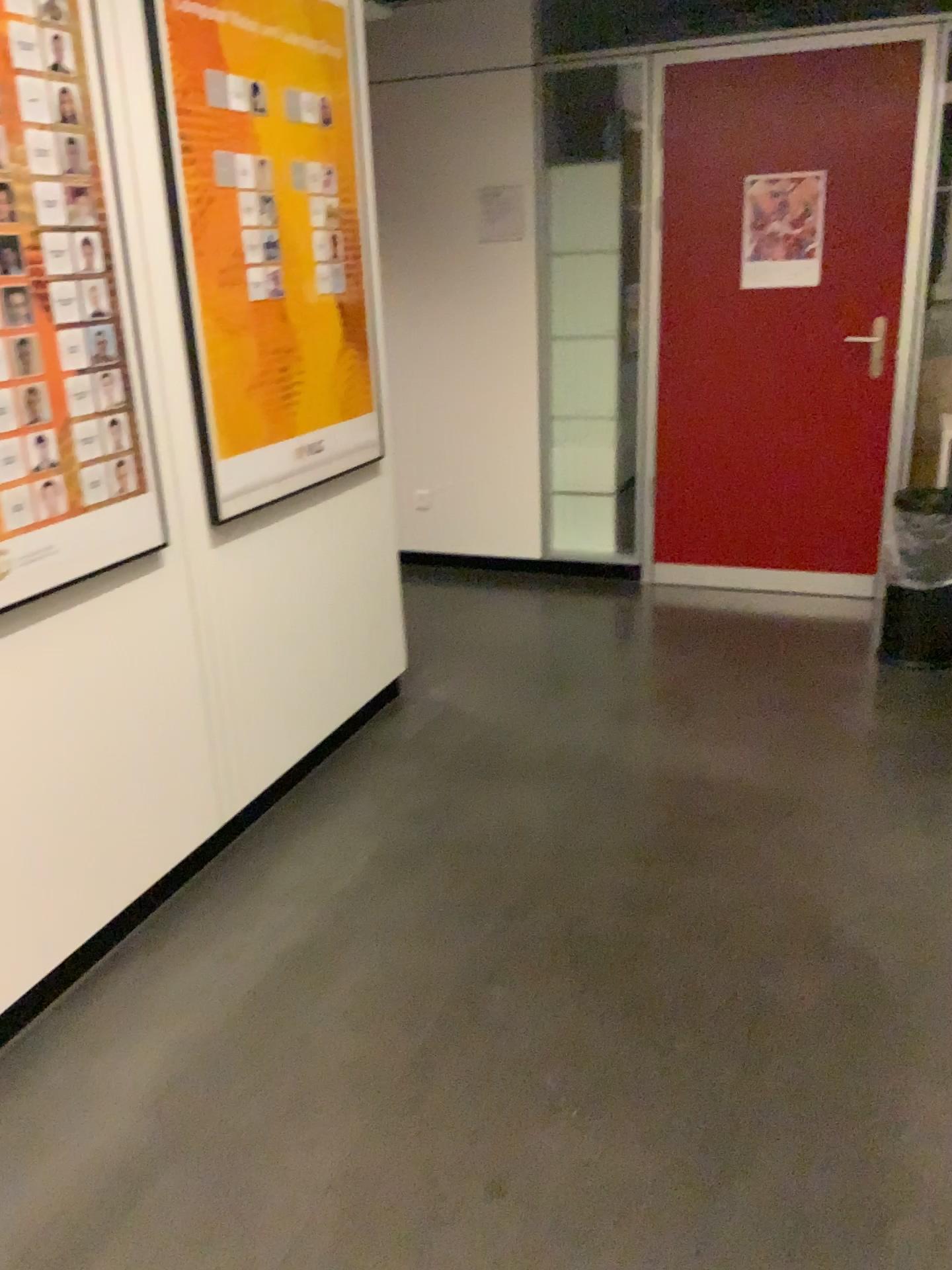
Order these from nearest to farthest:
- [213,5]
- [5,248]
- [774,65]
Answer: [5,248]
[213,5]
[774,65]

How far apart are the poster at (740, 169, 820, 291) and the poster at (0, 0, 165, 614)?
2.9 meters

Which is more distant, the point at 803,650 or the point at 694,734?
the point at 803,650

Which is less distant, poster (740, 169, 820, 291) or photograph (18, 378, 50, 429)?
photograph (18, 378, 50, 429)

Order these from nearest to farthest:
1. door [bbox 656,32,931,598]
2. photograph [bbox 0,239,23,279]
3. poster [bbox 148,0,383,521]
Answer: photograph [bbox 0,239,23,279]
poster [bbox 148,0,383,521]
door [bbox 656,32,931,598]

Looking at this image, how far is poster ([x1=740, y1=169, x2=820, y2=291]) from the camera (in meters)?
4.12

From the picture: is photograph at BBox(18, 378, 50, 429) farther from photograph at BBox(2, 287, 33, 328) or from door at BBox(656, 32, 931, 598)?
door at BBox(656, 32, 931, 598)

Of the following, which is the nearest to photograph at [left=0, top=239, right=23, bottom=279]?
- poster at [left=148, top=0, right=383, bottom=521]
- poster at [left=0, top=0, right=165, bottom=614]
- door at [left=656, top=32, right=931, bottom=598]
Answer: poster at [left=0, top=0, right=165, bottom=614]

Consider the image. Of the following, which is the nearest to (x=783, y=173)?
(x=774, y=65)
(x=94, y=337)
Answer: (x=774, y=65)

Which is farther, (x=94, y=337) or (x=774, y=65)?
(x=774, y=65)
